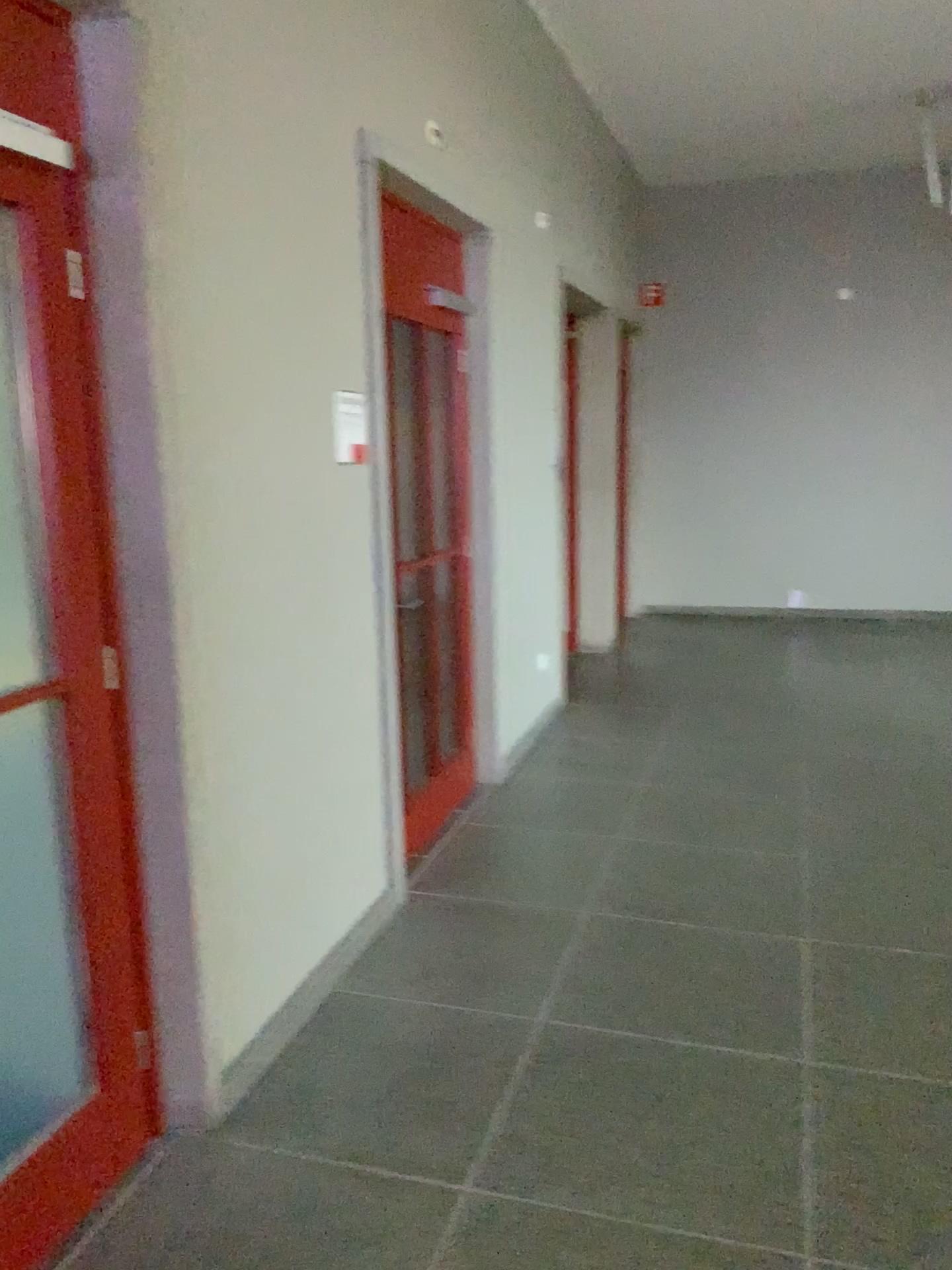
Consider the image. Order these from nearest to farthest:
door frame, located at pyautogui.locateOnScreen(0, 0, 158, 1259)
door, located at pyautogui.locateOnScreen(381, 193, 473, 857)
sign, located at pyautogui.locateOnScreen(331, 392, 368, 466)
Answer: door frame, located at pyautogui.locateOnScreen(0, 0, 158, 1259) < sign, located at pyautogui.locateOnScreen(331, 392, 368, 466) < door, located at pyautogui.locateOnScreen(381, 193, 473, 857)

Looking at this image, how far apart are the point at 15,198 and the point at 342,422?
1.2 meters

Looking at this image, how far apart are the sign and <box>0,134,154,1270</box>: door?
1.03m

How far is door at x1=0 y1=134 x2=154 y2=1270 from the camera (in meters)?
1.97

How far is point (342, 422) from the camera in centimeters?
308cm

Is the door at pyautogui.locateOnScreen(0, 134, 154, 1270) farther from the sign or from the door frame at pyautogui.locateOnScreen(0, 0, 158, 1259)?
the sign

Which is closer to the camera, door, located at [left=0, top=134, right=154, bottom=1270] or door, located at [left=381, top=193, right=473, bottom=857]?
door, located at [left=0, top=134, right=154, bottom=1270]

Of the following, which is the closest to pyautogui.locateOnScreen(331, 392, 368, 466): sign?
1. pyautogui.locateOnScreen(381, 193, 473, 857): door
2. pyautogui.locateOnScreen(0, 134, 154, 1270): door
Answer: pyautogui.locateOnScreen(381, 193, 473, 857): door

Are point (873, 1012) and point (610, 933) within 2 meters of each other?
yes

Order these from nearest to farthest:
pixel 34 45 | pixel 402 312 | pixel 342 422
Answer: pixel 34 45, pixel 342 422, pixel 402 312
